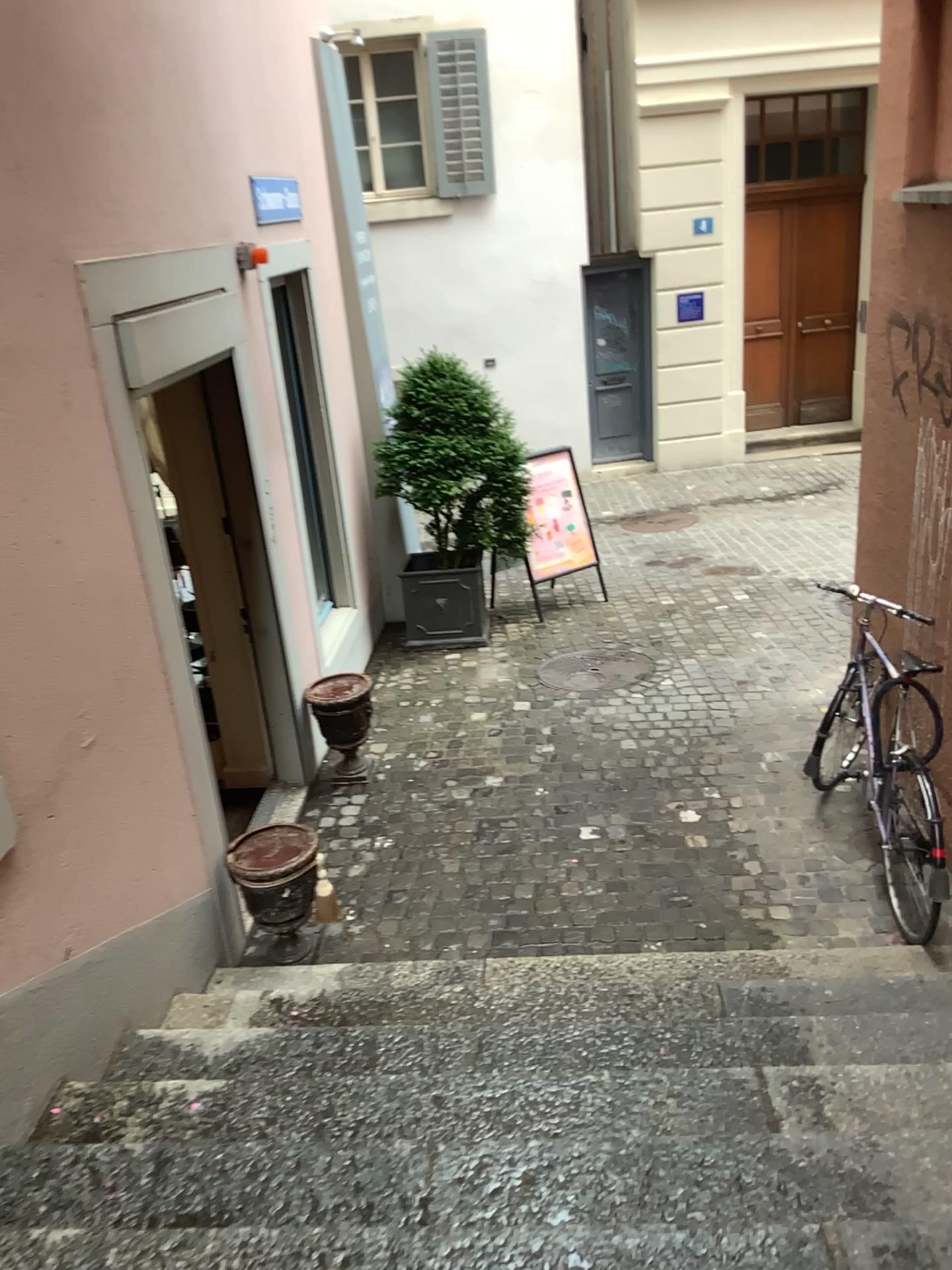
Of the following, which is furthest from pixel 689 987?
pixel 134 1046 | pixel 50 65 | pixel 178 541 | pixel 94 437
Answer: pixel 50 65
